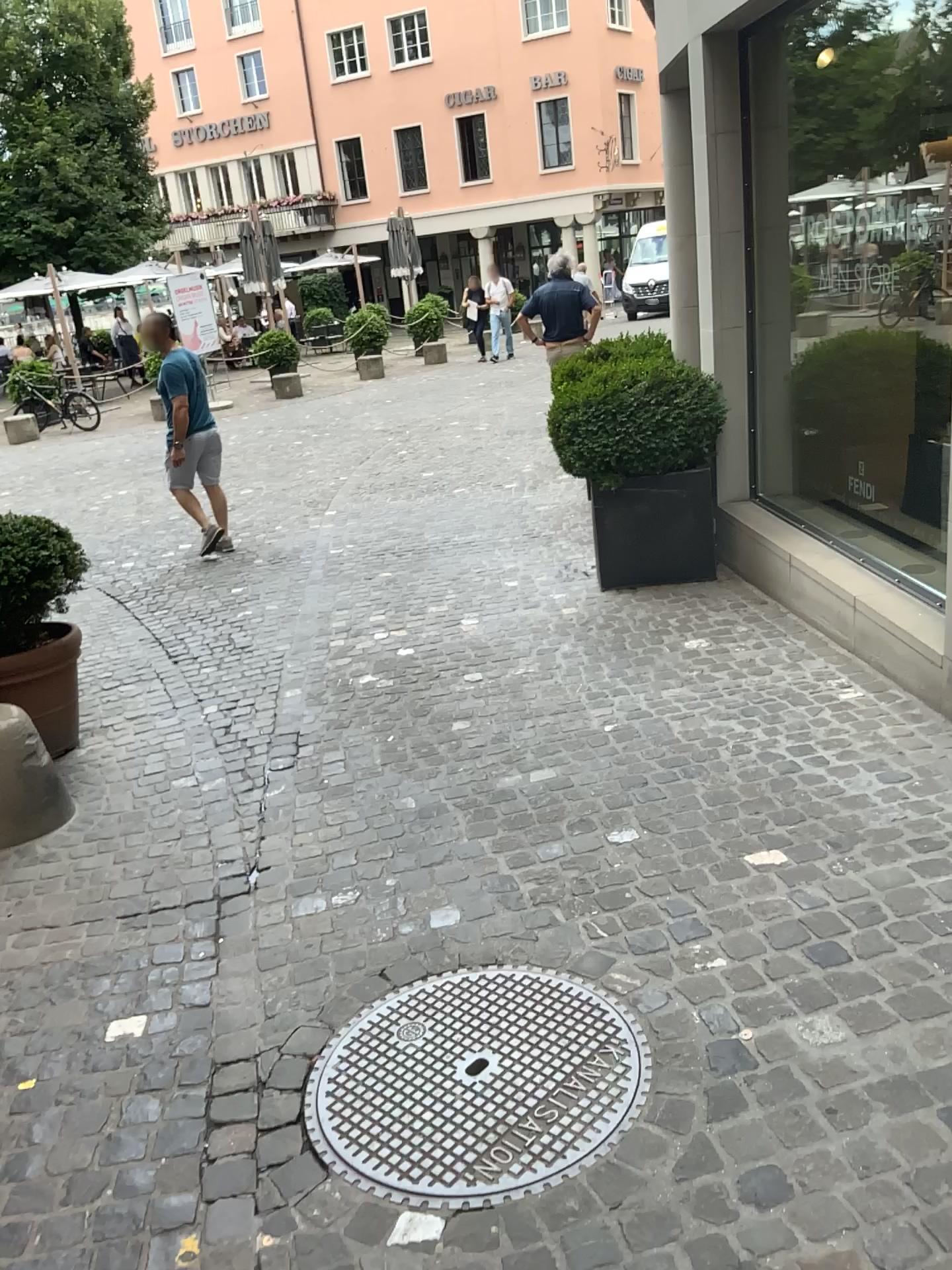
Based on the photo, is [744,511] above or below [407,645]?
above

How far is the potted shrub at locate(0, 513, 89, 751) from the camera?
3.8 meters

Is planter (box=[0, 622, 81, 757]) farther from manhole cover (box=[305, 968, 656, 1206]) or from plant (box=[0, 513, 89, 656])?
manhole cover (box=[305, 968, 656, 1206])

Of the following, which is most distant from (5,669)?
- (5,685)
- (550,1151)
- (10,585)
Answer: (550,1151)

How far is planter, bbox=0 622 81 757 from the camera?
3.80m

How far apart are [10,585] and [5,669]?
0.34m

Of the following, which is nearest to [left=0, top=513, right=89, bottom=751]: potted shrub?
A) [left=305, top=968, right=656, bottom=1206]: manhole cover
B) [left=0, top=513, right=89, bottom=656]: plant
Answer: [left=0, top=513, right=89, bottom=656]: plant

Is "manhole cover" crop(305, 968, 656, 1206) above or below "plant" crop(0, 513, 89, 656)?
below

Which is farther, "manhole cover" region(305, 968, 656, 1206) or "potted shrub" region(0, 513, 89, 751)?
"potted shrub" region(0, 513, 89, 751)

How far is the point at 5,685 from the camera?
3.8m
